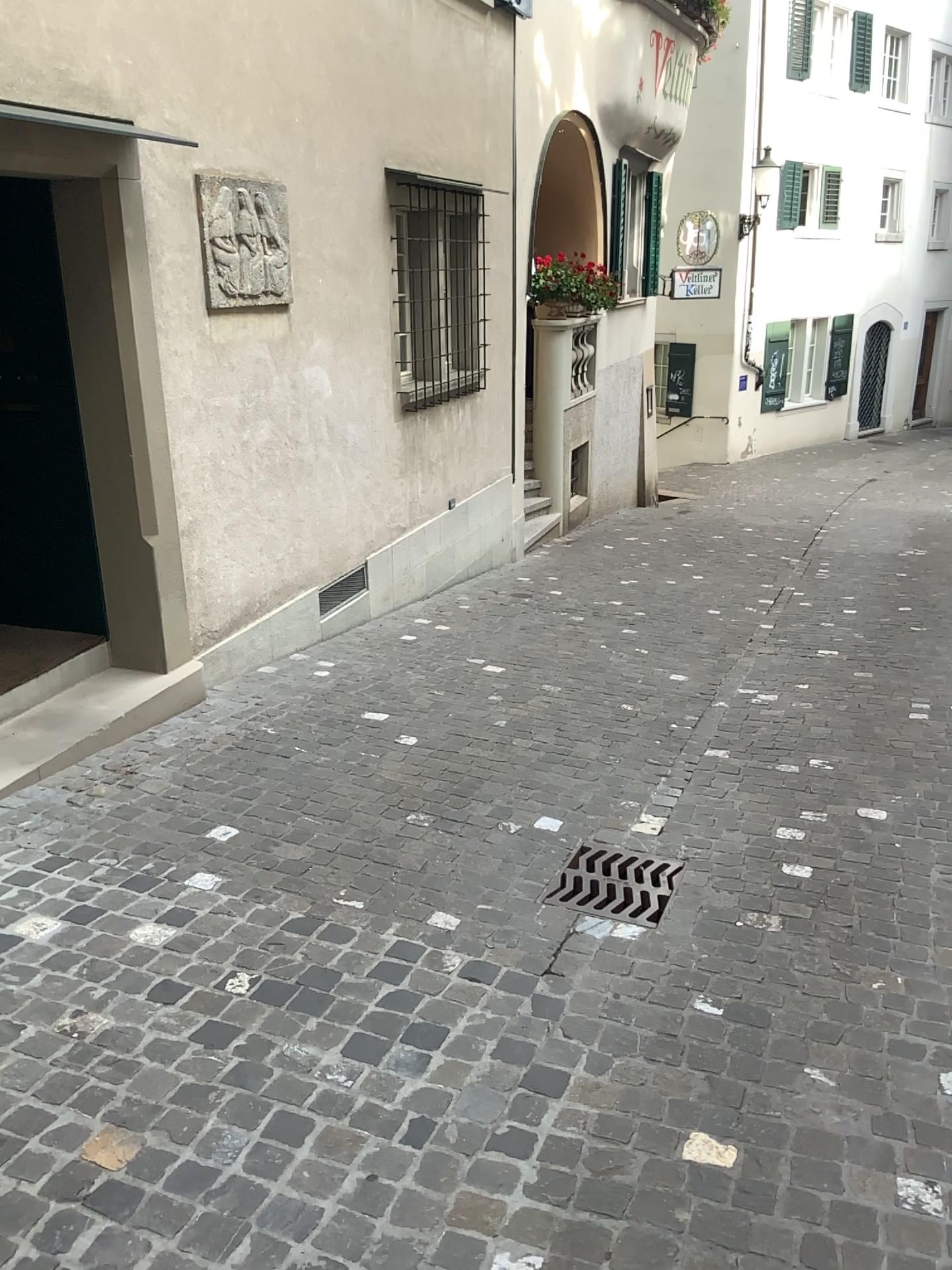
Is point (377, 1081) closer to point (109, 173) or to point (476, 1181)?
point (476, 1181)

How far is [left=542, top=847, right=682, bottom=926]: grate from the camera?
3.3 meters

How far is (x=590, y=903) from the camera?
3.31m
